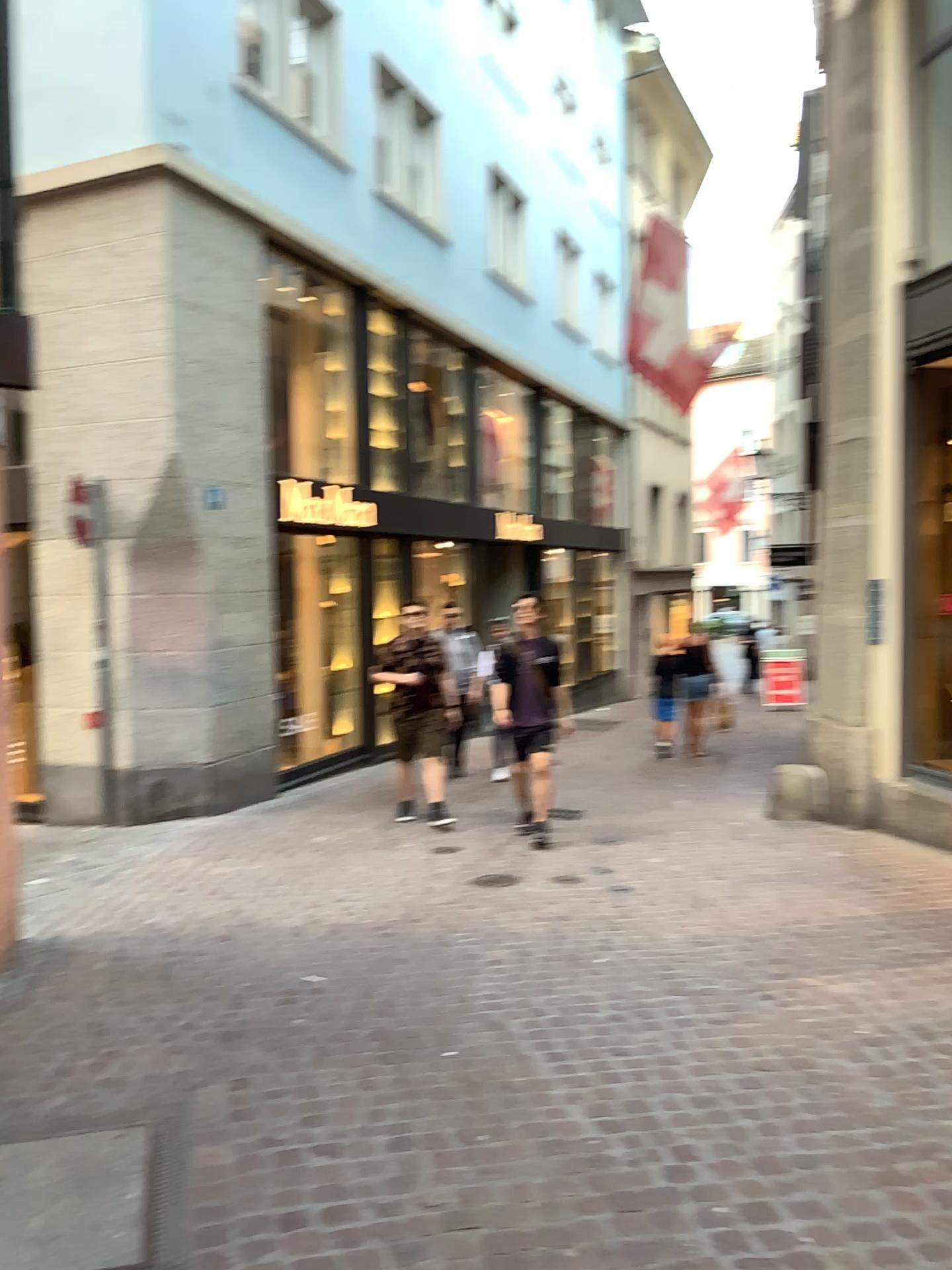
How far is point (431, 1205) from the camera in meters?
2.6
